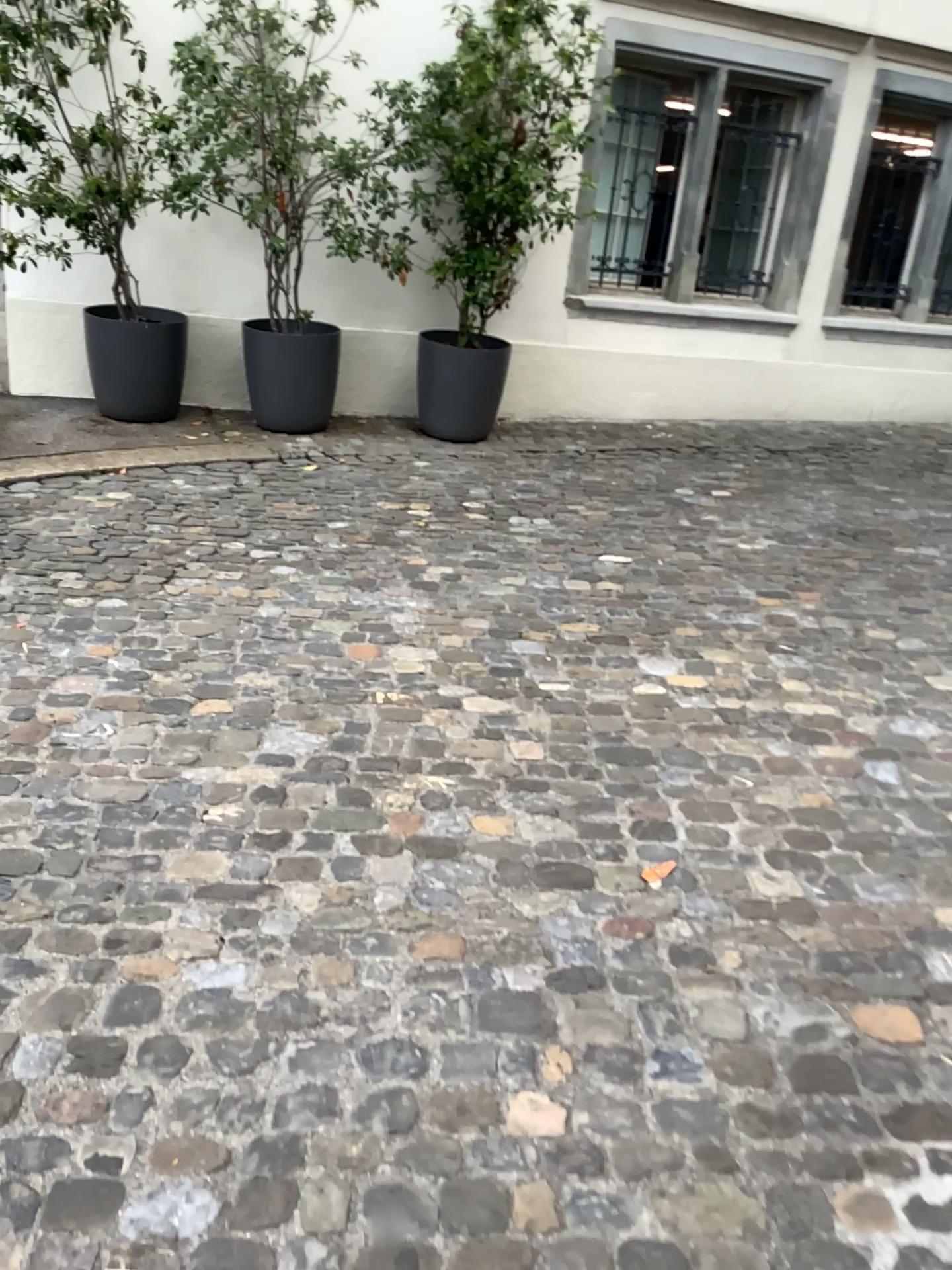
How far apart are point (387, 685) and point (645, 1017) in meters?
1.4 m
